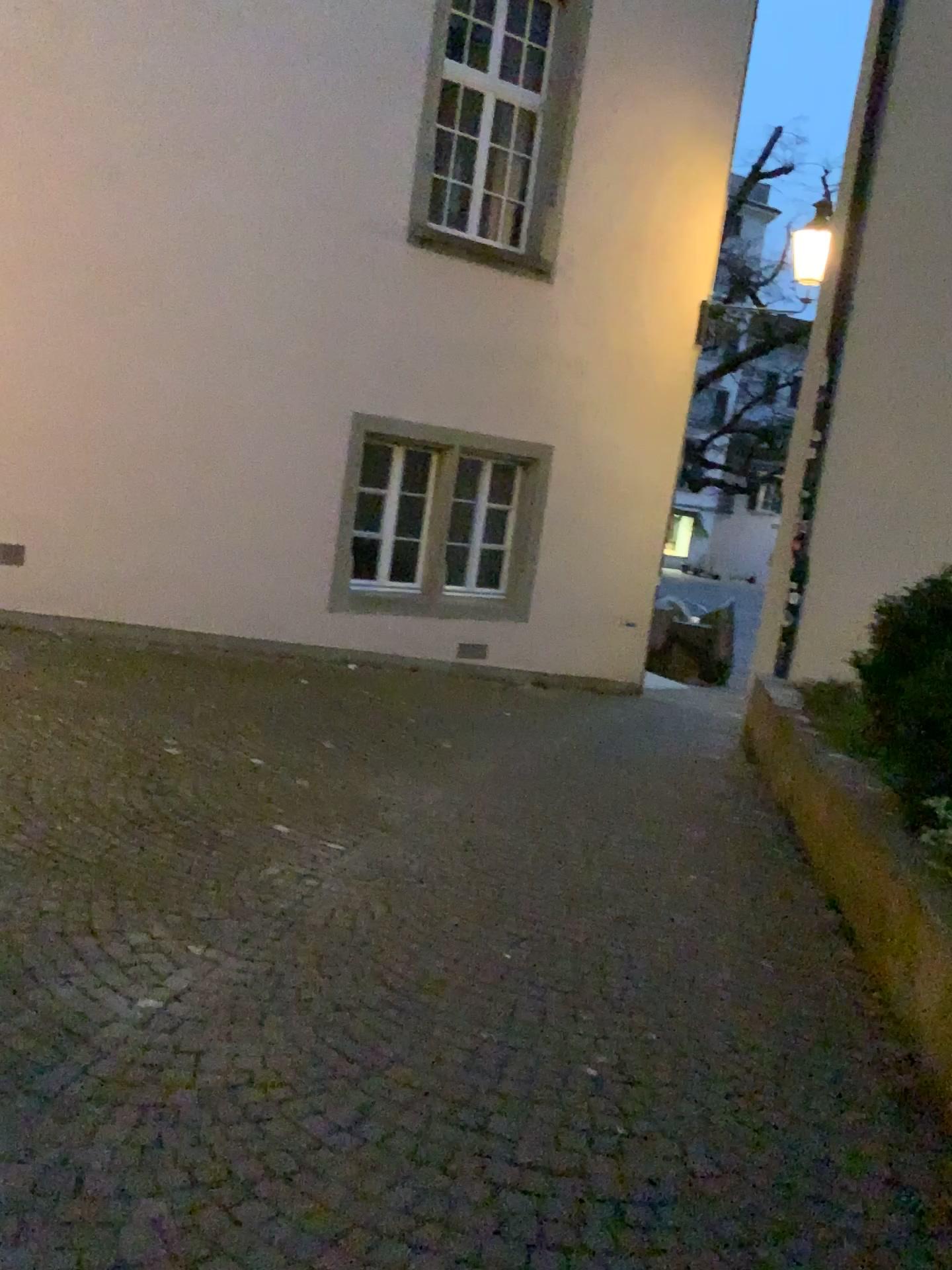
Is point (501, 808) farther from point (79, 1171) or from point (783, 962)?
point (79, 1171)
